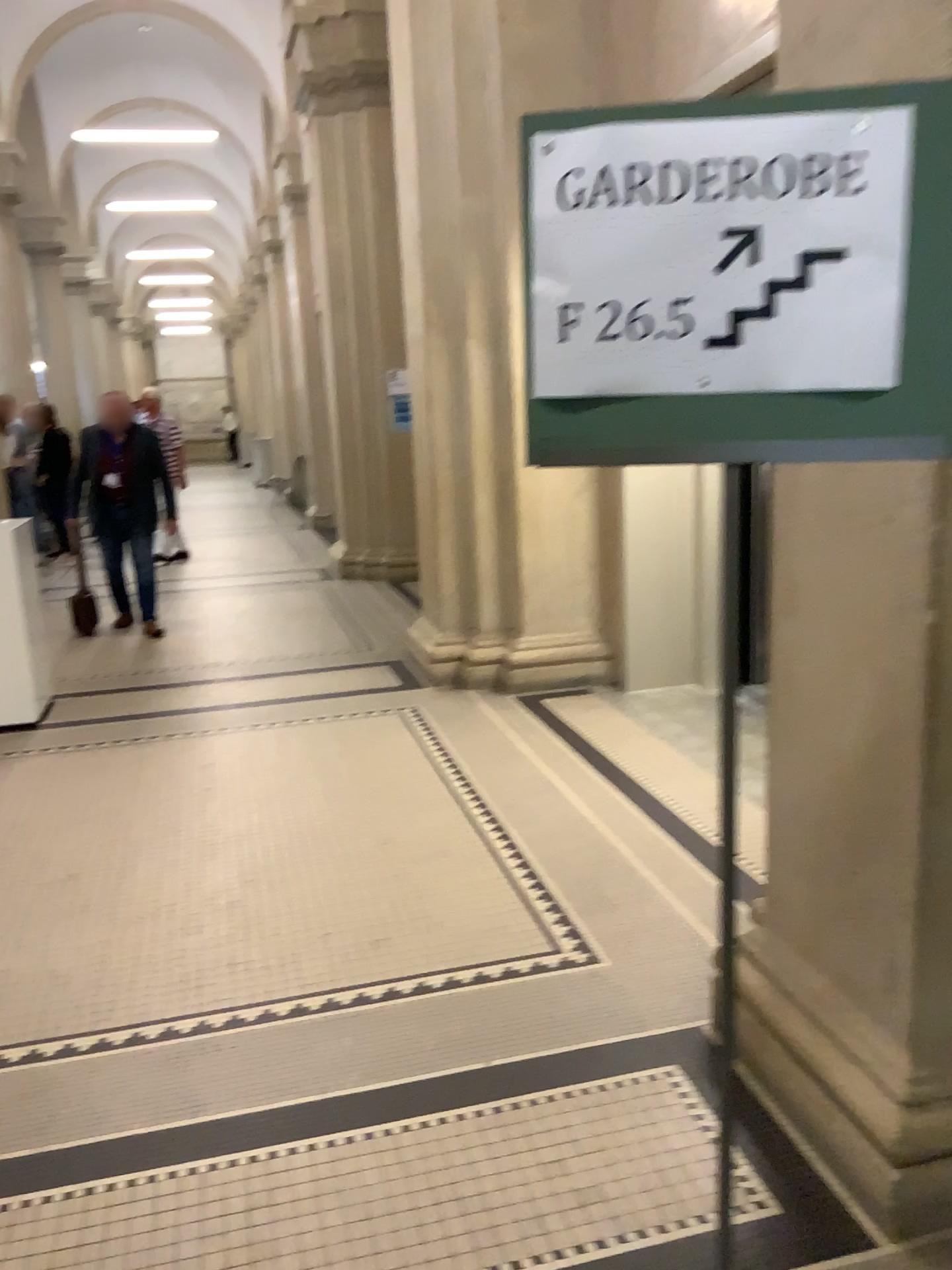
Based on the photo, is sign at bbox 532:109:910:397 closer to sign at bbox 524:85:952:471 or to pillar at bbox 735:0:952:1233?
sign at bbox 524:85:952:471

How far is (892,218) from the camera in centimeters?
116cm

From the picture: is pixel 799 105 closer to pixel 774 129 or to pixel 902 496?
pixel 774 129

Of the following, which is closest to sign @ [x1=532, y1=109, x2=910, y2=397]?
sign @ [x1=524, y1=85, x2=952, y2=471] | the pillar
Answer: sign @ [x1=524, y1=85, x2=952, y2=471]

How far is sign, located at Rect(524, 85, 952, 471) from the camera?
1.2m

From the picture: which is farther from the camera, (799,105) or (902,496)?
(902,496)

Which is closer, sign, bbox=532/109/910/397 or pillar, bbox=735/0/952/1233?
sign, bbox=532/109/910/397

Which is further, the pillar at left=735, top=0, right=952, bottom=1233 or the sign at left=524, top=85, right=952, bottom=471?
the pillar at left=735, top=0, right=952, bottom=1233

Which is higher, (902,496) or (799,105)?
(799,105)
